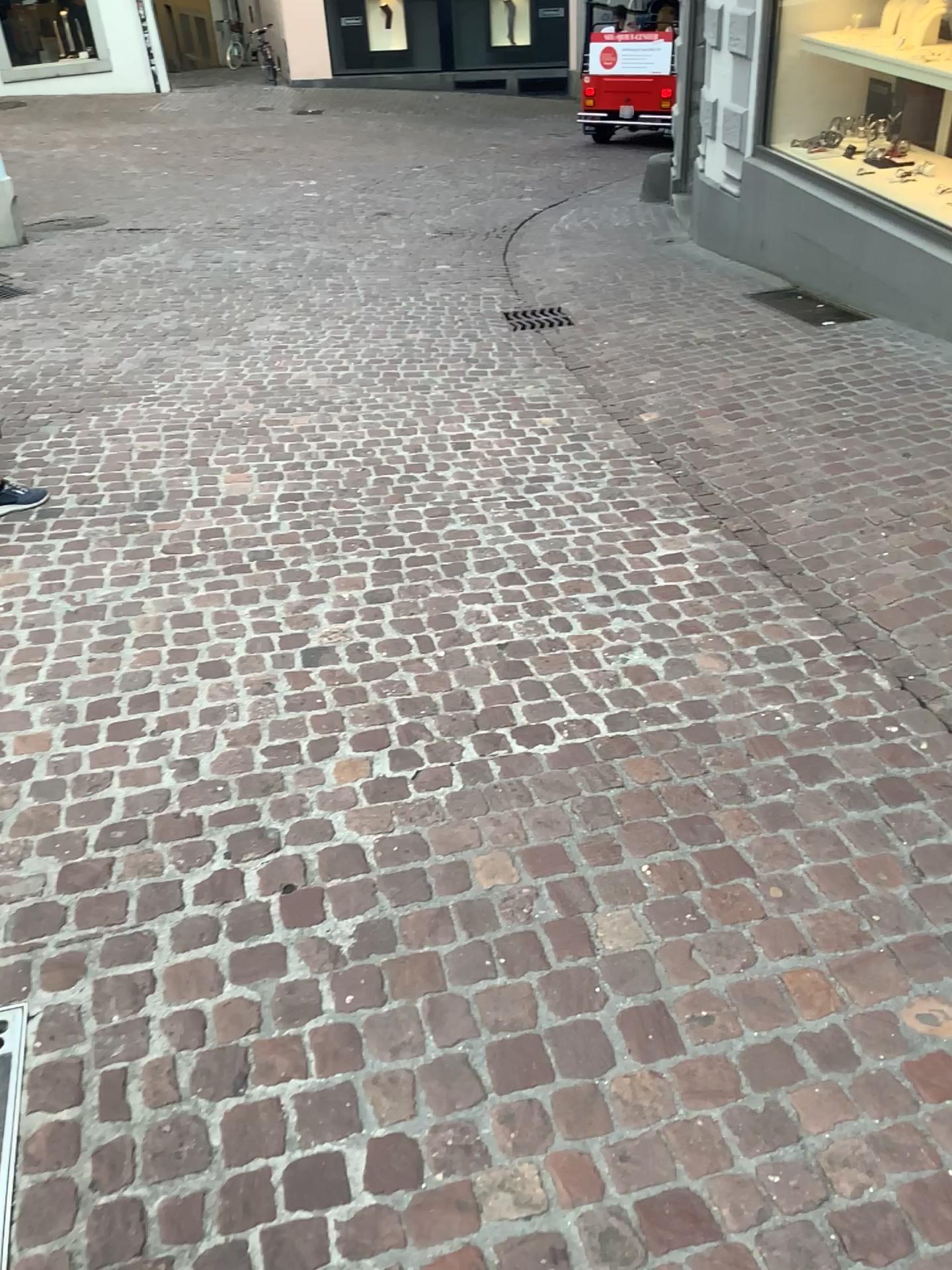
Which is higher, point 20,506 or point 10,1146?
point 20,506

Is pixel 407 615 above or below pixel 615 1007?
above

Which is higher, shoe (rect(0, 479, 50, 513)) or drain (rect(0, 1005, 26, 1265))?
shoe (rect(0, 479, 50, 513))

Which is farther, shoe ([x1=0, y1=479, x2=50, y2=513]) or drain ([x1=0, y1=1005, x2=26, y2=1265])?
shoe ([x1=0, y1=479, x2=50, y2=513])

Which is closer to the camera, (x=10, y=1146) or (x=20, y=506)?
(x=10, y=1146)
